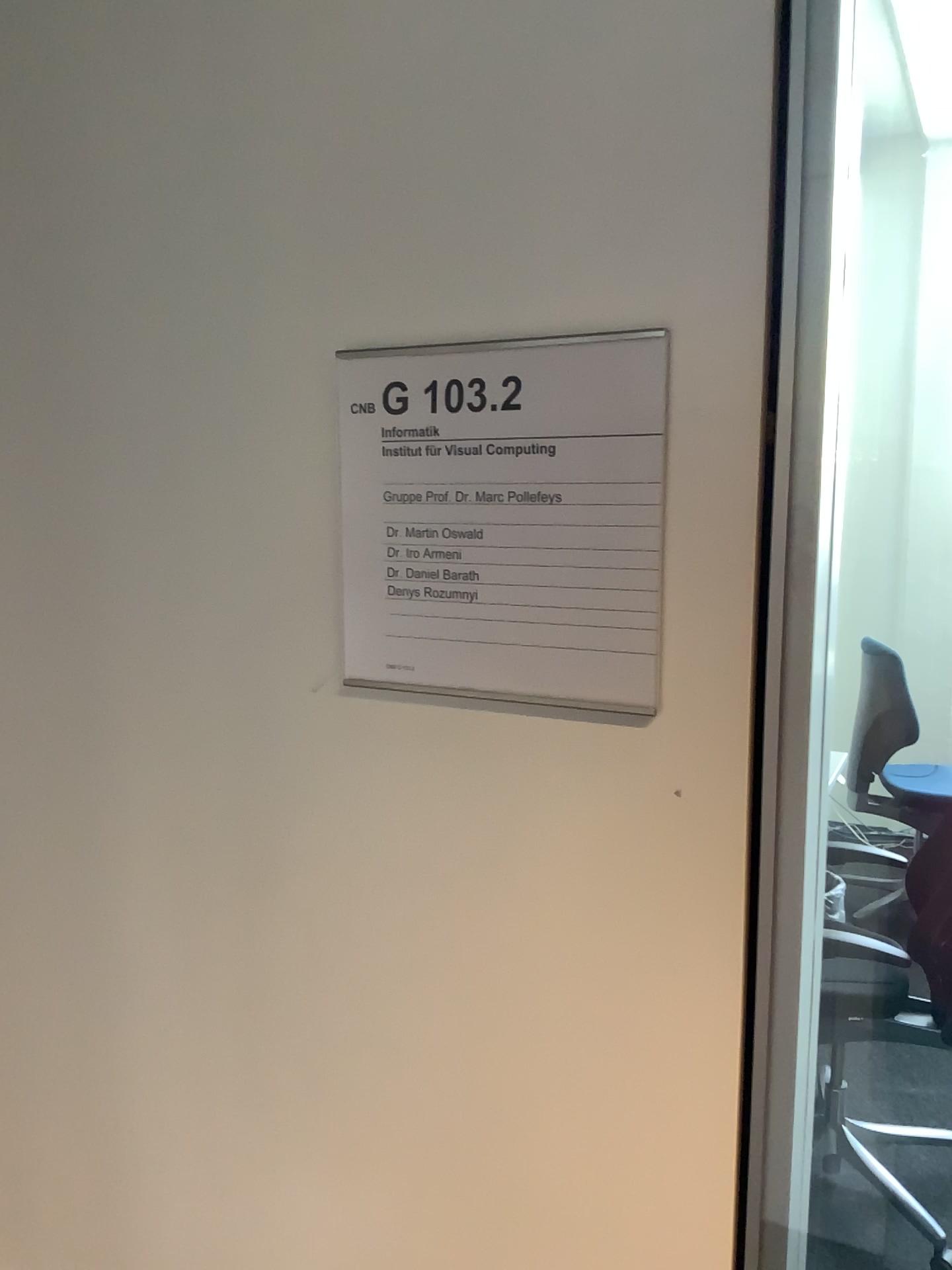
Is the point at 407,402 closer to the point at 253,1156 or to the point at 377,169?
the point at 377,169
